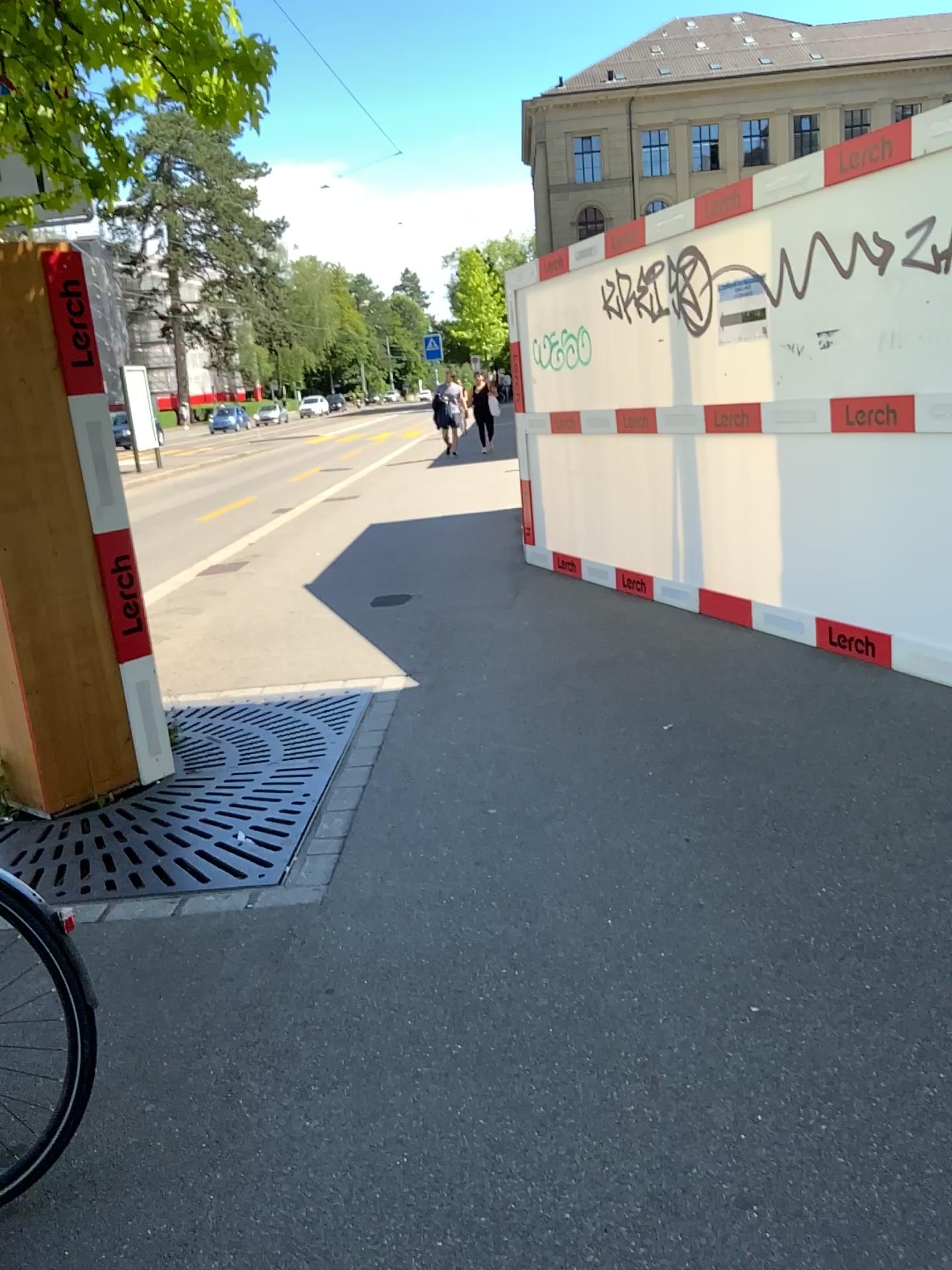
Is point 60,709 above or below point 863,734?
above
